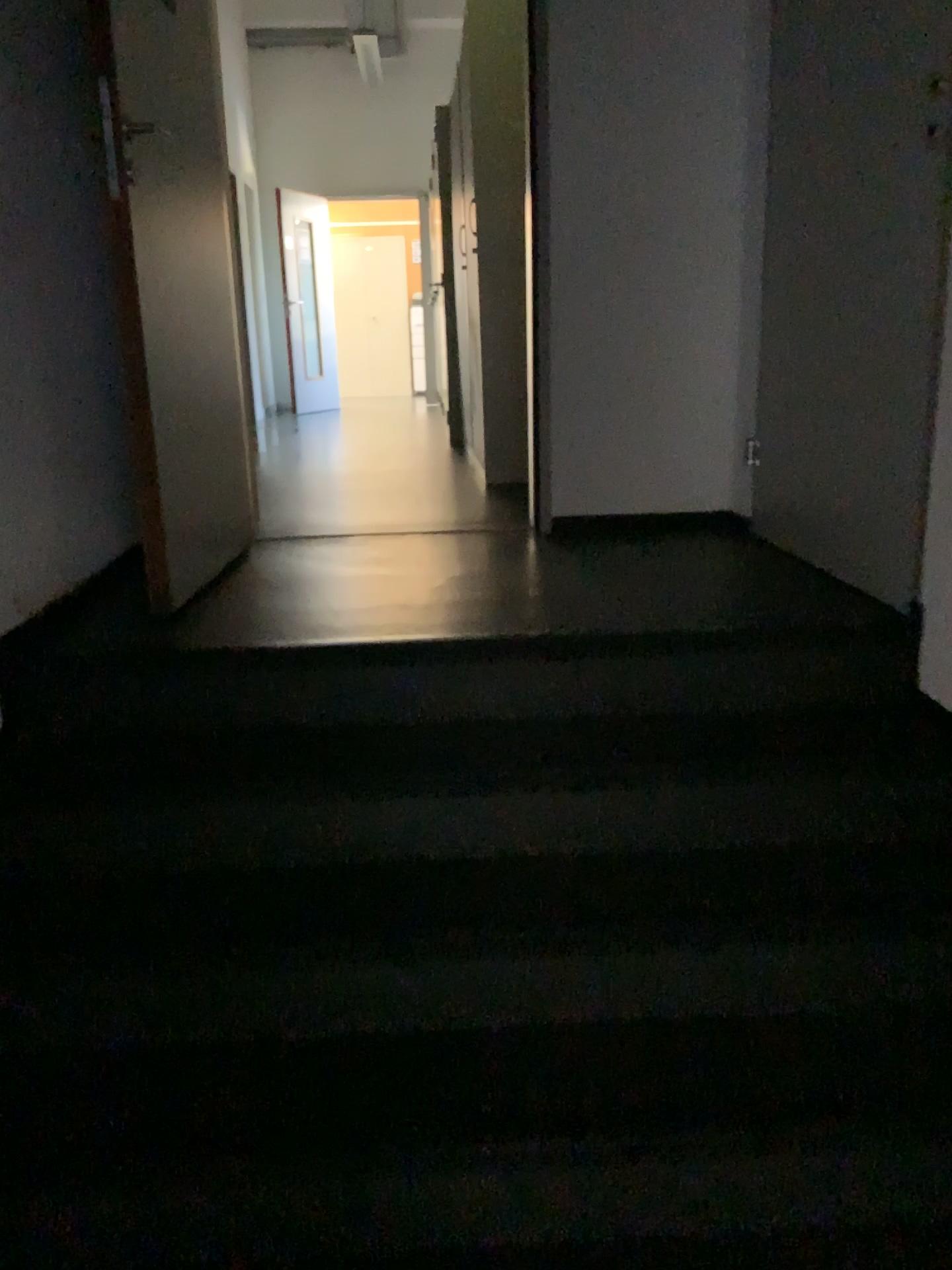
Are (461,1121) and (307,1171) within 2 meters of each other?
yes

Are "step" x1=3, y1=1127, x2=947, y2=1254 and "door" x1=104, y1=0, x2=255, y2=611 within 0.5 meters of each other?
no

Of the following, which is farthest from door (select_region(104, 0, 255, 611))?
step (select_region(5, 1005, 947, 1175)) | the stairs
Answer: step (select_region(5, 1005, 947, 1175))

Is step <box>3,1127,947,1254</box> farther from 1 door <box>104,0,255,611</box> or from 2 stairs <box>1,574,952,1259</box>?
1 door <box>104,0,255,611</box>

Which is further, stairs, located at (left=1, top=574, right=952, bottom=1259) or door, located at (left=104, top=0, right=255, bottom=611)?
door, located at (left=104, top=0, right=255, bottom=611)

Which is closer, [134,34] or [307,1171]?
[307,1171]

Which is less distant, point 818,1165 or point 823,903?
point 818,1165

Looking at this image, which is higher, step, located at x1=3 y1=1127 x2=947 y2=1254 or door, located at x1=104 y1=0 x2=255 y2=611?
door, located at x1=104 y1=0 x2=255 y2=611

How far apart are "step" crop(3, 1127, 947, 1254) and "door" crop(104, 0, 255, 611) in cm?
129

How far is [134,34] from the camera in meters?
2.4
